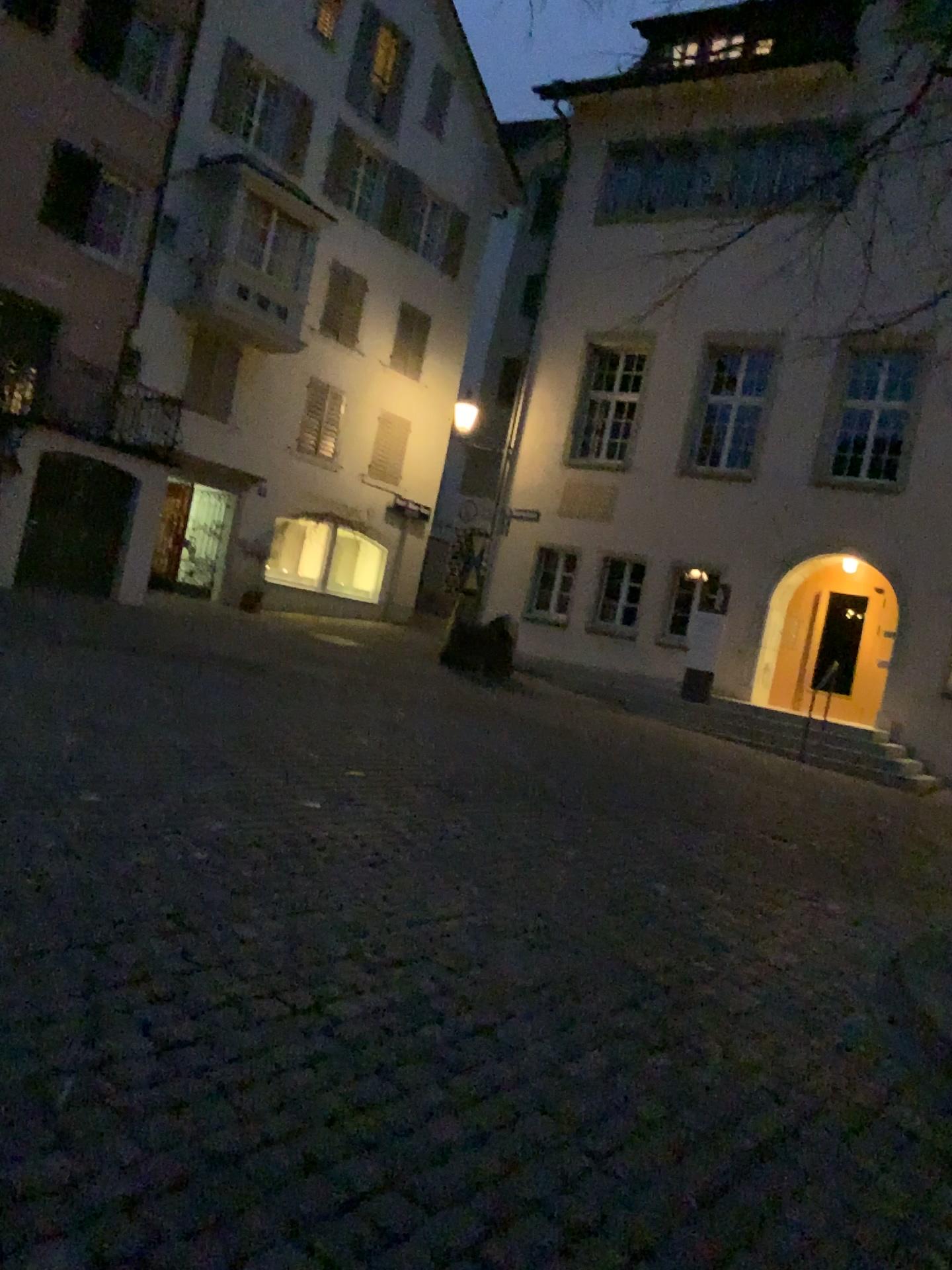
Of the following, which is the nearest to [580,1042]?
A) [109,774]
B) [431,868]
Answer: [431,868]
